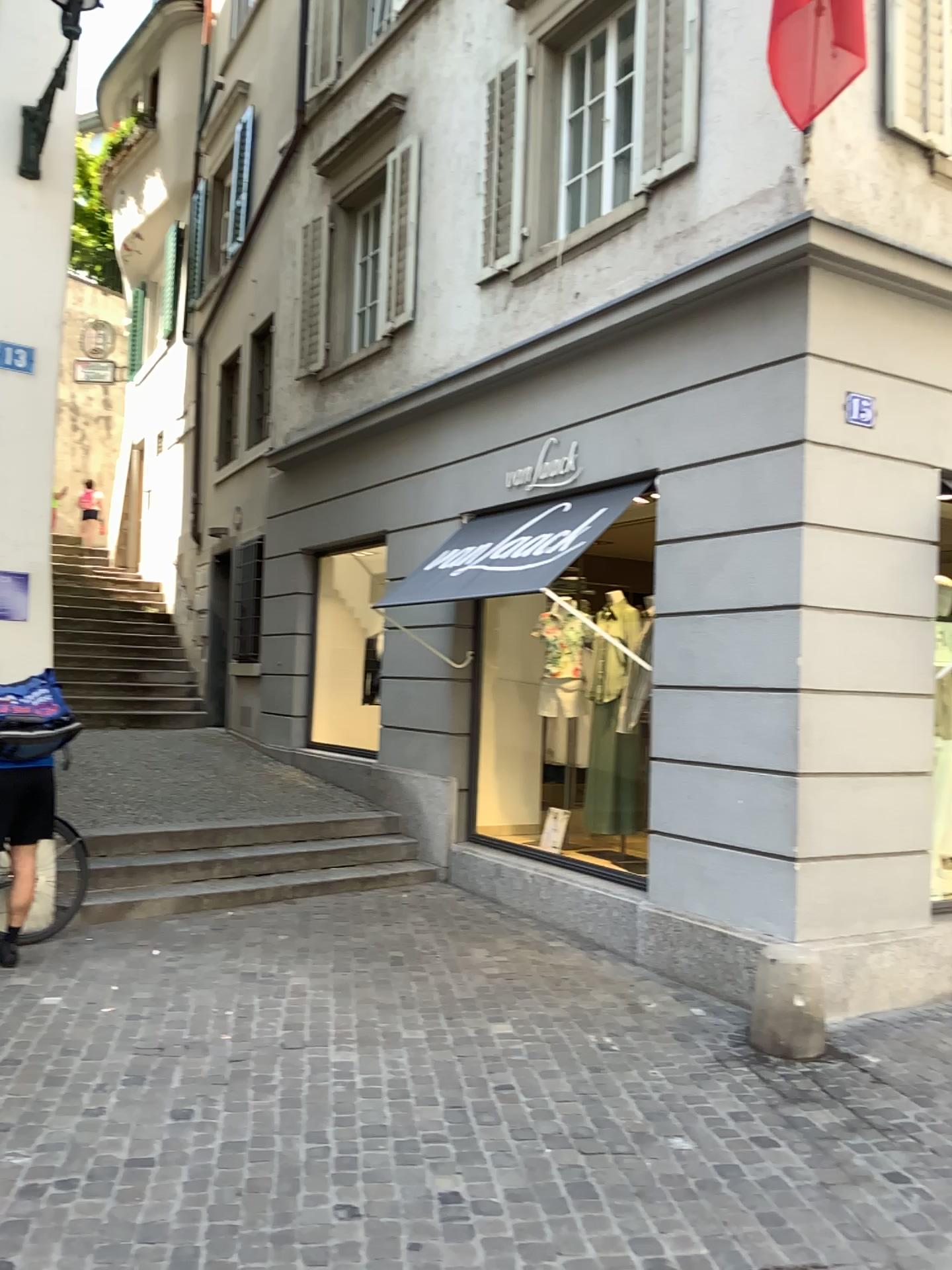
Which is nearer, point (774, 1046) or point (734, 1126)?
point (734, 1126)
